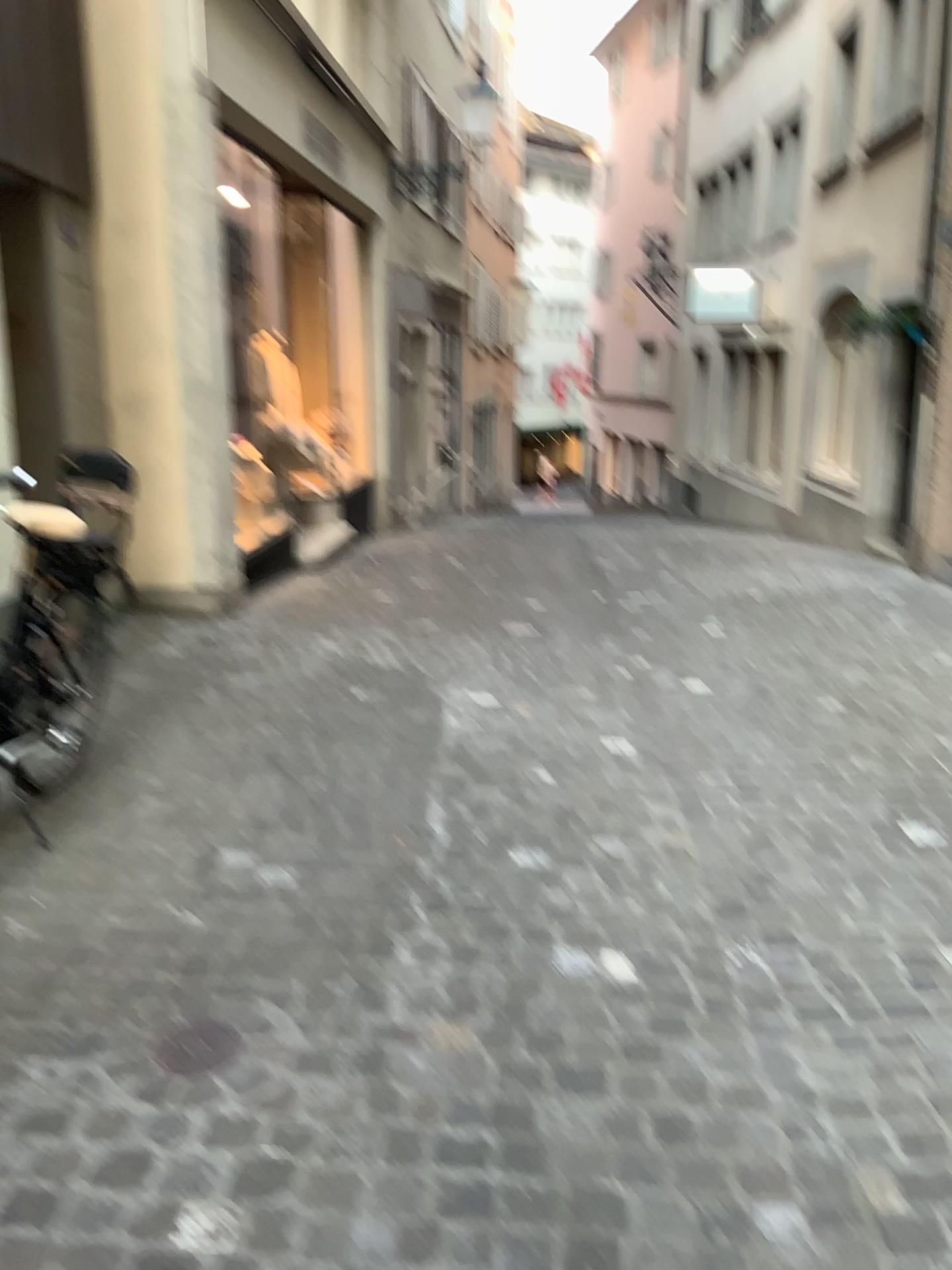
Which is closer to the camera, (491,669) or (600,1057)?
(600,1057)

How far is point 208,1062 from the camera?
2.1 meters

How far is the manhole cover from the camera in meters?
2.1 m
